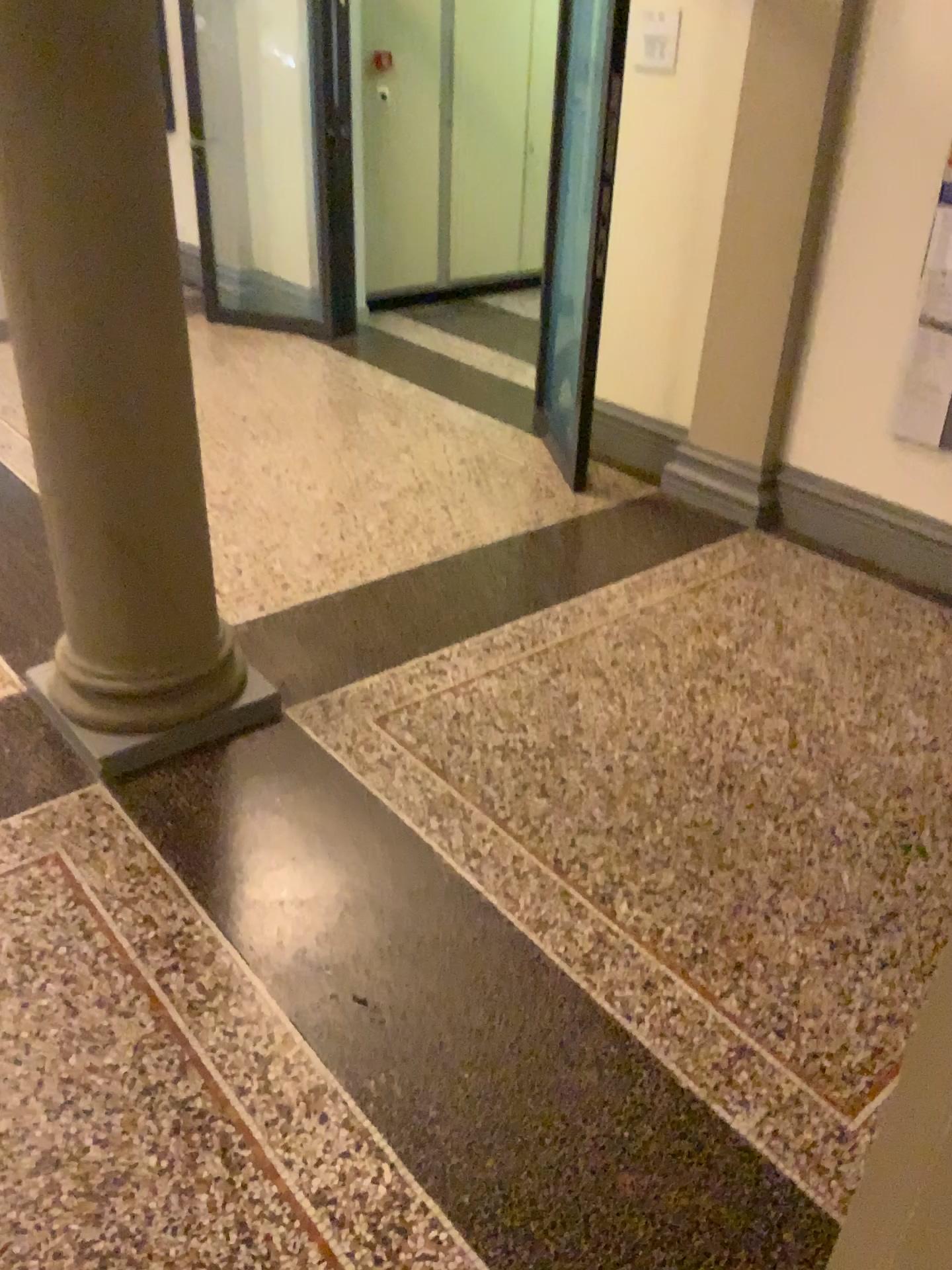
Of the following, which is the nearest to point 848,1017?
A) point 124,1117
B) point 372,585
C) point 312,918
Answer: point 312,918

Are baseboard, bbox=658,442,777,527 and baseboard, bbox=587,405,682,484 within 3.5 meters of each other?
yes

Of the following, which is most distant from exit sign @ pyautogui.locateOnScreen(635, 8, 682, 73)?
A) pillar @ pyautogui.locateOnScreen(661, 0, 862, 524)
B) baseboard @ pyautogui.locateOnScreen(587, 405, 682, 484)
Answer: baseboard @ pyautogui.locateOnScreen(587, 405, 682, 484)

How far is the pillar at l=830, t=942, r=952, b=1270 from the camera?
0.9 meters

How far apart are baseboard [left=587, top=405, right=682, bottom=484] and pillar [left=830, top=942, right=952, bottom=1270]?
3.85m

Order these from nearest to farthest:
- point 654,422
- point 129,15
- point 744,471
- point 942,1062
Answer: point 942,1062
point 129,15
point 744,471
point 654,422

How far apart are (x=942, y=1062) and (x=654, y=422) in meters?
4.0 m

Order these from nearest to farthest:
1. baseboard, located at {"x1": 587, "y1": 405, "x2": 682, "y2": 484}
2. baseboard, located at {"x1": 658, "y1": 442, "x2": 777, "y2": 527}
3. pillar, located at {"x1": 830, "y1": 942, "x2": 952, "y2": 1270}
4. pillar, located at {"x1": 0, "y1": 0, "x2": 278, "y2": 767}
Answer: pillar, located at {"x1": 830, "y1": 942, "x2": 952, "y2": 1270} < pillar, located at {"x1": 0, "y1": 0, "x2": 278, "y2": 767} < baseboard, located at {"x1": 658, "y1": 442, "x2": 777, "y2": 527} < baseboard, located at {"x1": 587, "y1": 405, "x2": 682, "y2": 484}

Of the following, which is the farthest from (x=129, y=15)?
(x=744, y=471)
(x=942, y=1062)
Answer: (x=744, y=471)

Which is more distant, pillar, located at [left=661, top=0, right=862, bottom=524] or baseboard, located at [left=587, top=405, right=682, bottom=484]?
baseboard, located at [left=587, top=405, right=682, bottom=484]
